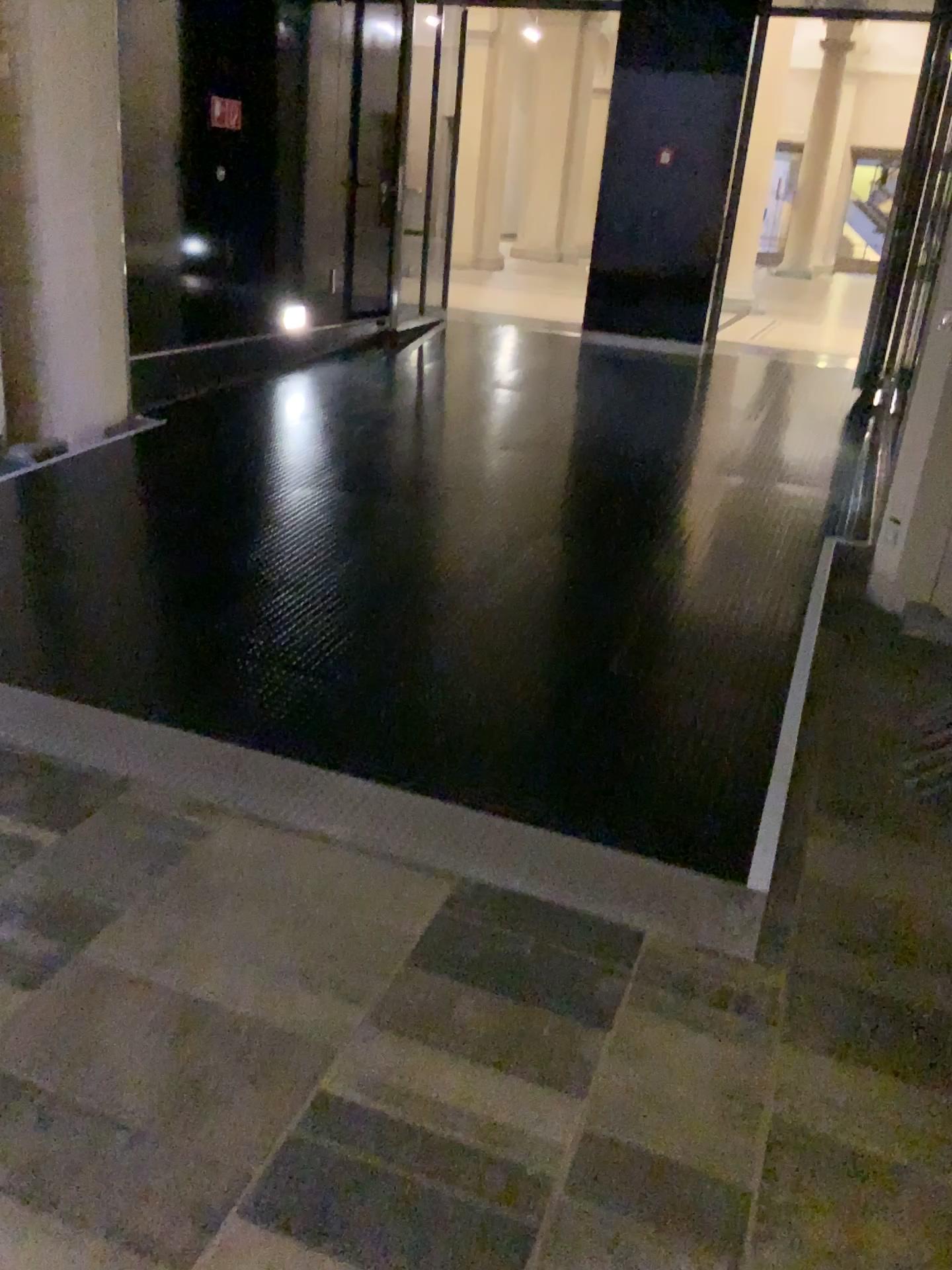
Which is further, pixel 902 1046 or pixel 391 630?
pixel 391 630
